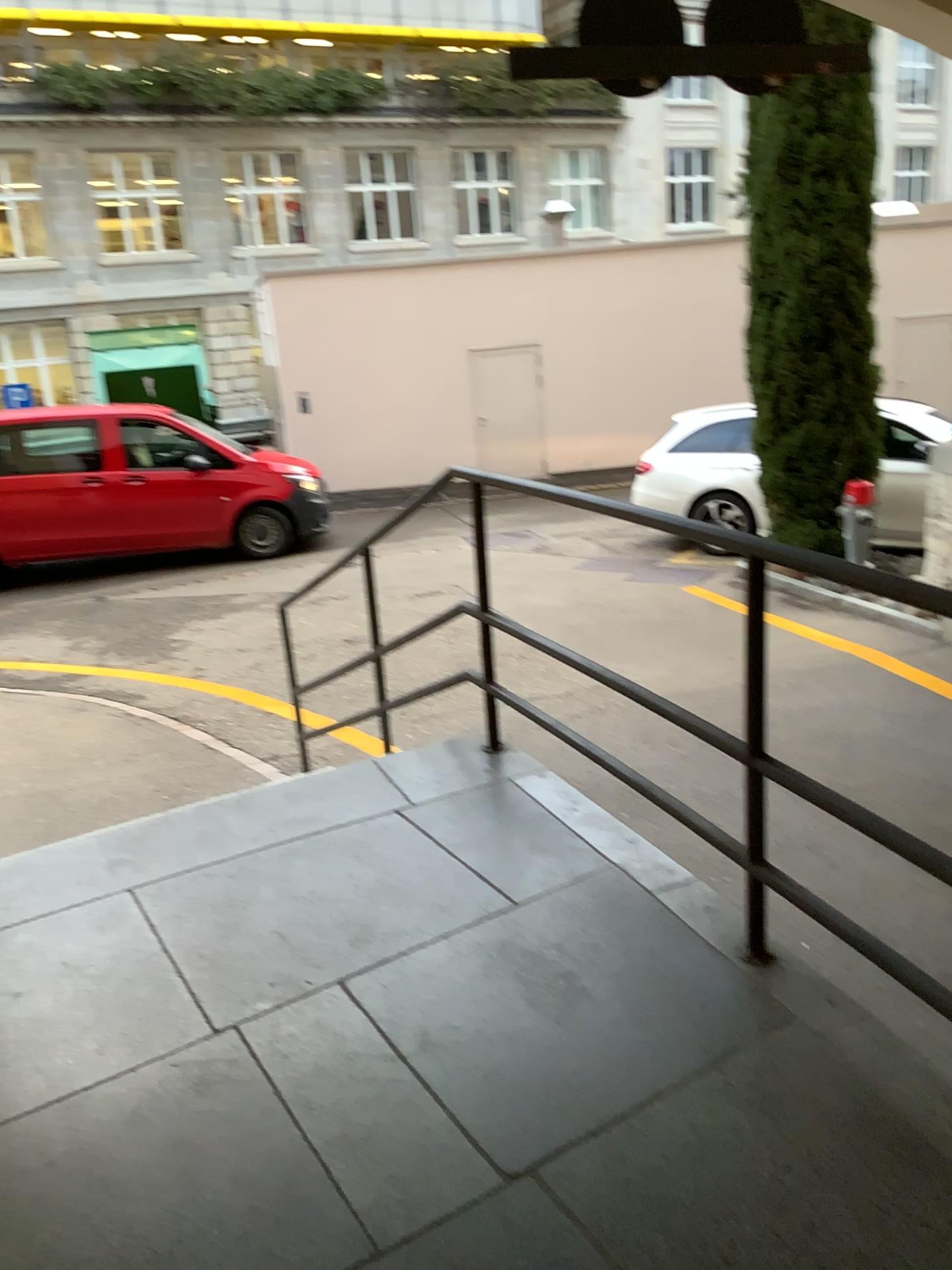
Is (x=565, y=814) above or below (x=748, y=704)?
below
